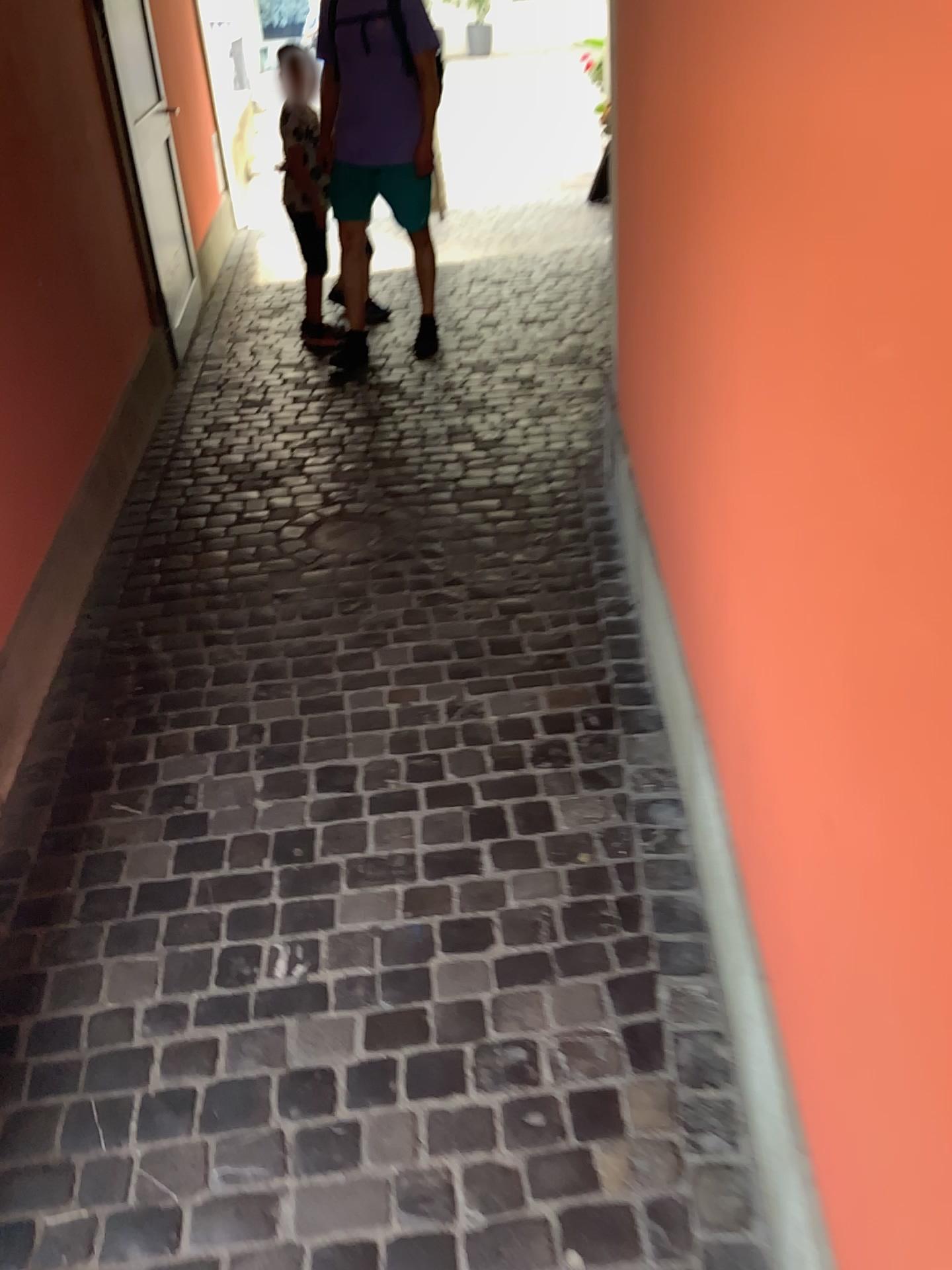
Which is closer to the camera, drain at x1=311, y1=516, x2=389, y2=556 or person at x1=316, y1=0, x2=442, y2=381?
drain at x1=311, y1=516, x2=389, y2=556

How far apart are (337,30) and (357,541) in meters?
2.5

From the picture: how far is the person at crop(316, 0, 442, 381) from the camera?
4.3m

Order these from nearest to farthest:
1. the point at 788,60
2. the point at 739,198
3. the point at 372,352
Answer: the point at 788,60, the point at 739,198, the point at 372,352

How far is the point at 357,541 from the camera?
3.2m

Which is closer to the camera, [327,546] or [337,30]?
[327,546]

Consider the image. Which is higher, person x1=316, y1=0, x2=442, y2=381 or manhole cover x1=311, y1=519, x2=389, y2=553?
person x1=316, y1=0, x2=442, y2=381

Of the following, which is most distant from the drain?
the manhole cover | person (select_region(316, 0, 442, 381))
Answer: person (select_region(316, 0, 442, 381))

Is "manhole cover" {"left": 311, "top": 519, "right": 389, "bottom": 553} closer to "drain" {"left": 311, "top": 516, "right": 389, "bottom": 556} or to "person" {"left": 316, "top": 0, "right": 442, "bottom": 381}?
"drain" {"left": 311, "top": 516, "right": 389, "bottom": 556}

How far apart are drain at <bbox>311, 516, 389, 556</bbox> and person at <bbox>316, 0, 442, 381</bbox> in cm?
158
